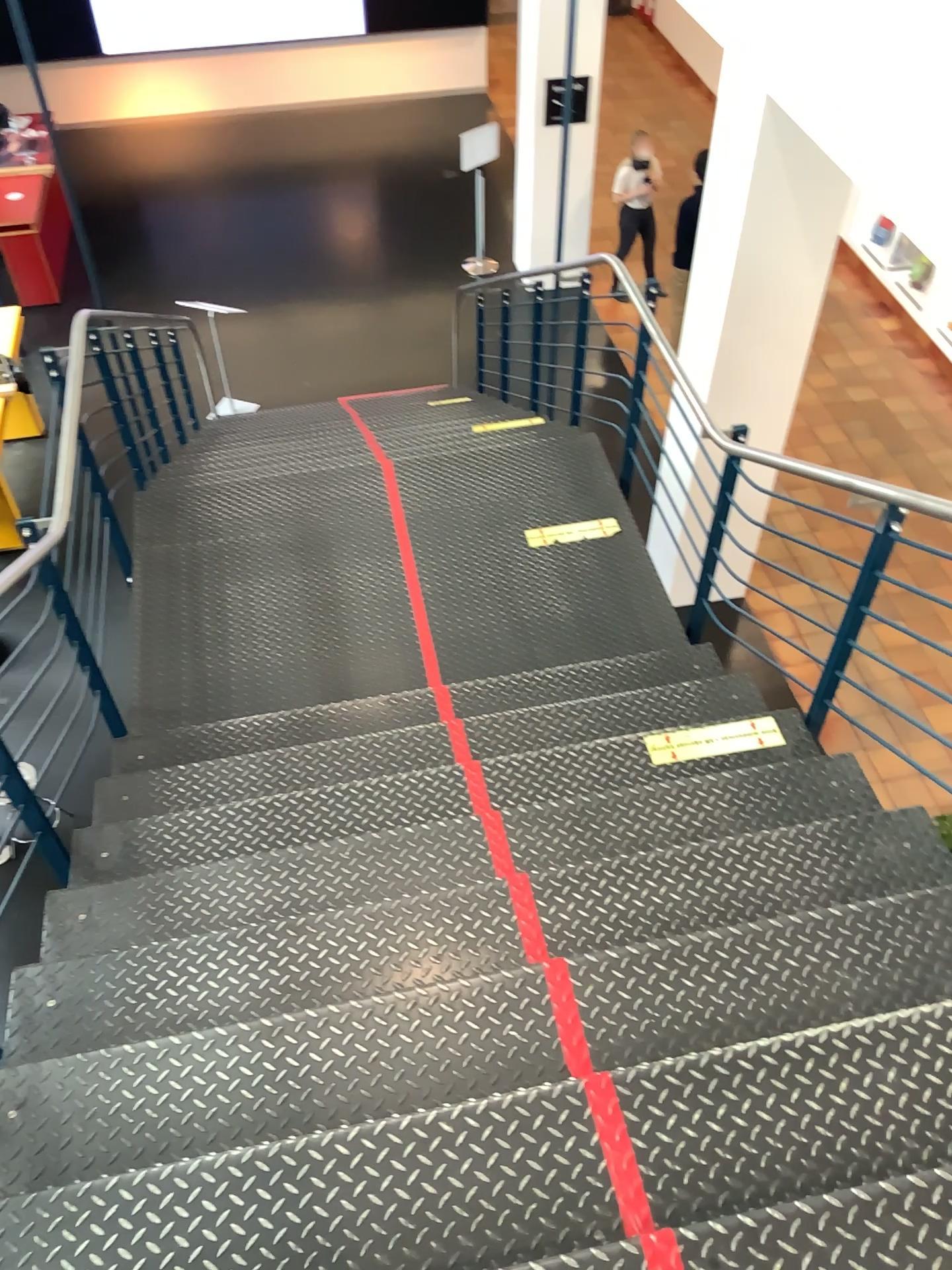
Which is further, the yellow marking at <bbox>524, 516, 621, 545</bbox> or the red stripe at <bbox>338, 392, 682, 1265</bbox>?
the yellow marking at <bbox>524, 516, 621, 545</bbox>

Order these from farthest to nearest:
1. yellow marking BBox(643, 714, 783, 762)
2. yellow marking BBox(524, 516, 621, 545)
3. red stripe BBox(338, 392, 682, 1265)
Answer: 1. yellow marking BBox(524, 516, 621, 545)
2. yellow marking BBox(643, 714, 783, 762)
3. red stripe BBox(338, 392, 682, 1265)

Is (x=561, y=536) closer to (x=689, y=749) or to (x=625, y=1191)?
(x=689, y=749)

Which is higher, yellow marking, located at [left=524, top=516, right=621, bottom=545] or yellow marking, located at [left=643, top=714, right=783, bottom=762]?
yellow marking, located at [left=643, top=714, right=783, bottom=762]

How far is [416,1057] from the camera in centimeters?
199cm

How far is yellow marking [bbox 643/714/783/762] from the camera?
3.1 meters

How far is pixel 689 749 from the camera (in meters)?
3.13

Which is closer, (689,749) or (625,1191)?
(625,1191)

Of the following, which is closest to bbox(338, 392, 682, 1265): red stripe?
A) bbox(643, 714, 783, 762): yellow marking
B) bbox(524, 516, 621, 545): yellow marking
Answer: bbox(643, 714, 783, 762): yellow marking

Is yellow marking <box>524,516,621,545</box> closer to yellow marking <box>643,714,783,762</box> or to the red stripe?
yellow marking <box>643,714,783,762</box>
